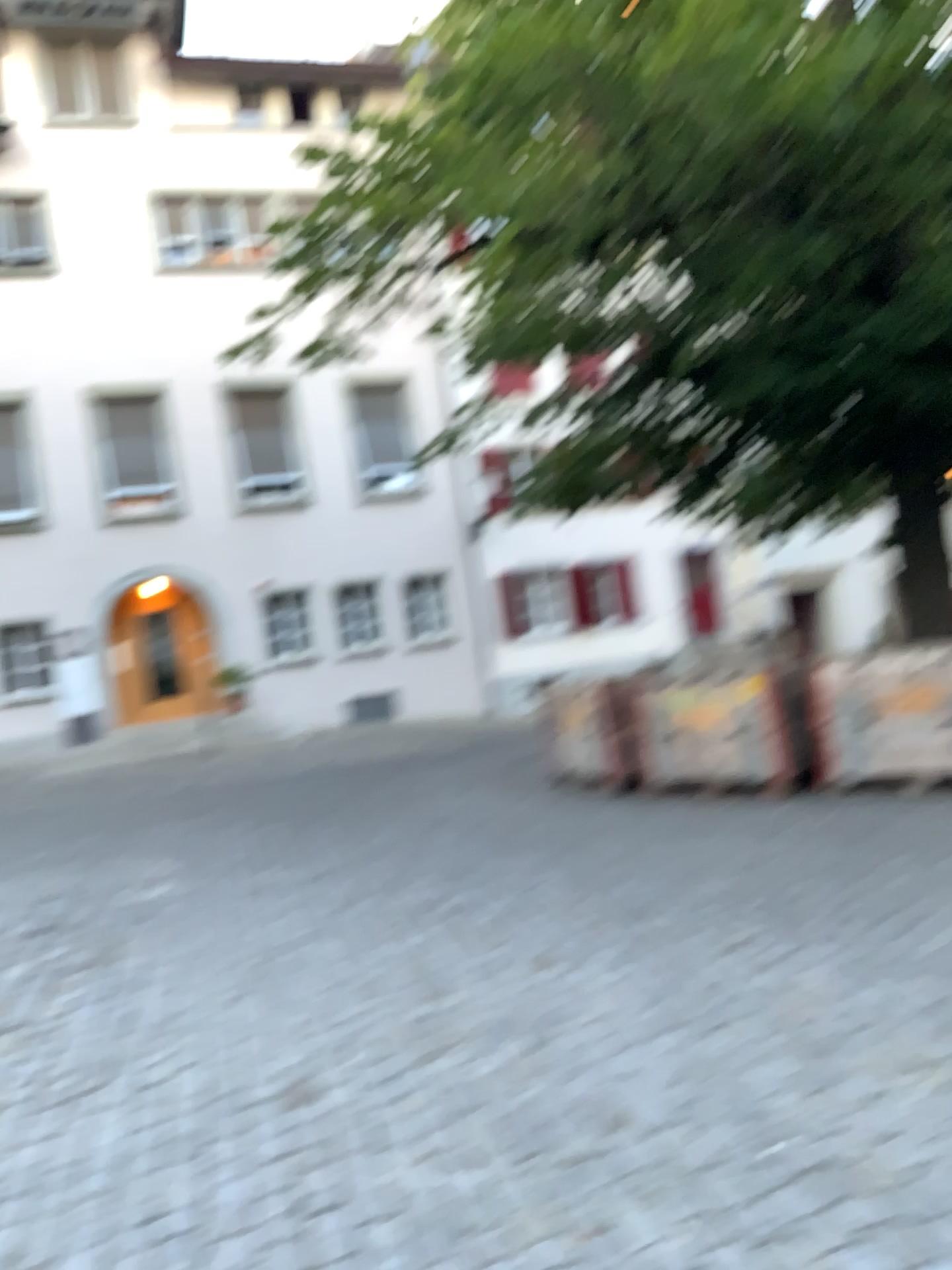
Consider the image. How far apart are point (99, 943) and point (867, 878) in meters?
3.7
